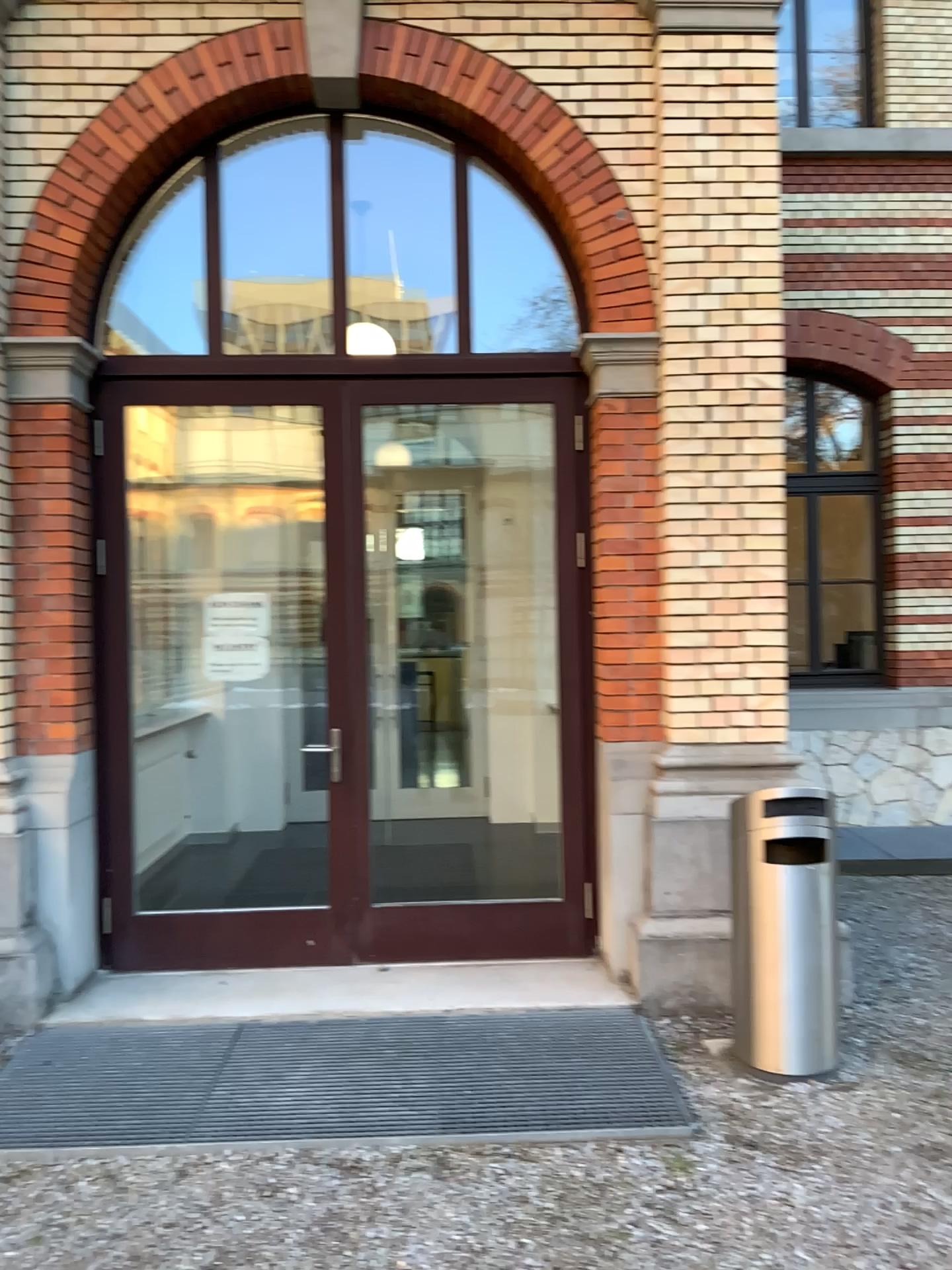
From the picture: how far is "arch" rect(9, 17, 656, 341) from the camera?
4.6 meters

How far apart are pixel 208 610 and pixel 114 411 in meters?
1.0

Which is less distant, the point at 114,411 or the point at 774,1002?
the point at 774,1002

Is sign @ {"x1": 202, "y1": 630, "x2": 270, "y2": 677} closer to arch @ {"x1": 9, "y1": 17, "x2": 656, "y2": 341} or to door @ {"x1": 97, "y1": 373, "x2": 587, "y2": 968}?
door @ {"x1": 97, "y1": 373, "x2": 587, "y2": 968}

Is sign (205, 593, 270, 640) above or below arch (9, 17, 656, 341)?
below

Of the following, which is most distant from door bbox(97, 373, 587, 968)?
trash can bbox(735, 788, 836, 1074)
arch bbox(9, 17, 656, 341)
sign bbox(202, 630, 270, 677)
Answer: trash can bbox(735, 788, 836, 1074)

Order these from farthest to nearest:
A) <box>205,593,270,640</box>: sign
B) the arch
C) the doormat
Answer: <box>205,593,270,640</box>: sign, the arch, the doormat

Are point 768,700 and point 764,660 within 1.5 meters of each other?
yes

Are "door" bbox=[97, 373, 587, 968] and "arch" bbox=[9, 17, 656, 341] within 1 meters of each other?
yes

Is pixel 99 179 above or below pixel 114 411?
above
